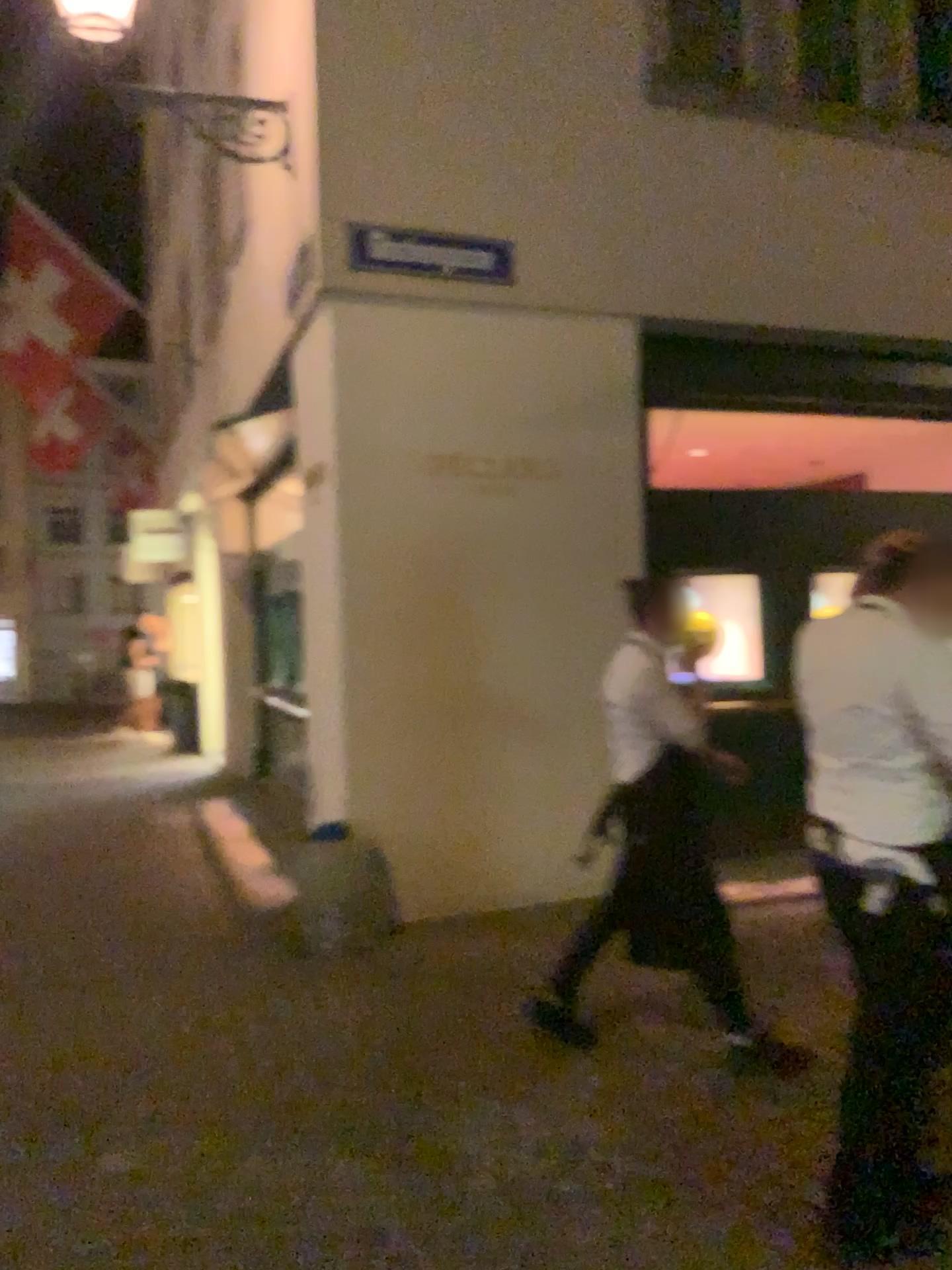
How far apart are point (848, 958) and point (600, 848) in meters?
1.3 m
